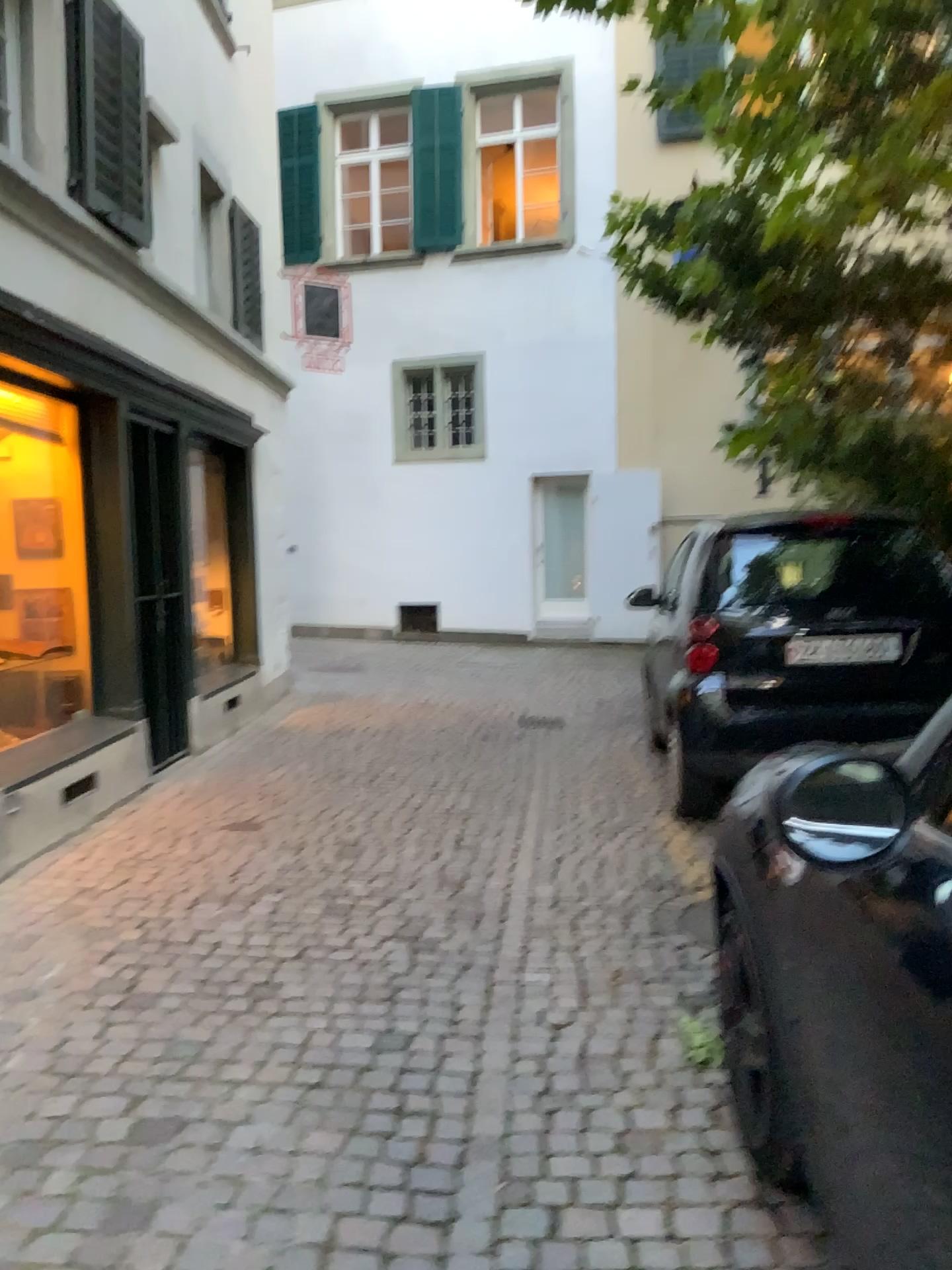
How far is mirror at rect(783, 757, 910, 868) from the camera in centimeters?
138cm

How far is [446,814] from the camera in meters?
5.2

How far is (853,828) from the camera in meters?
Answer: 1.4 m
